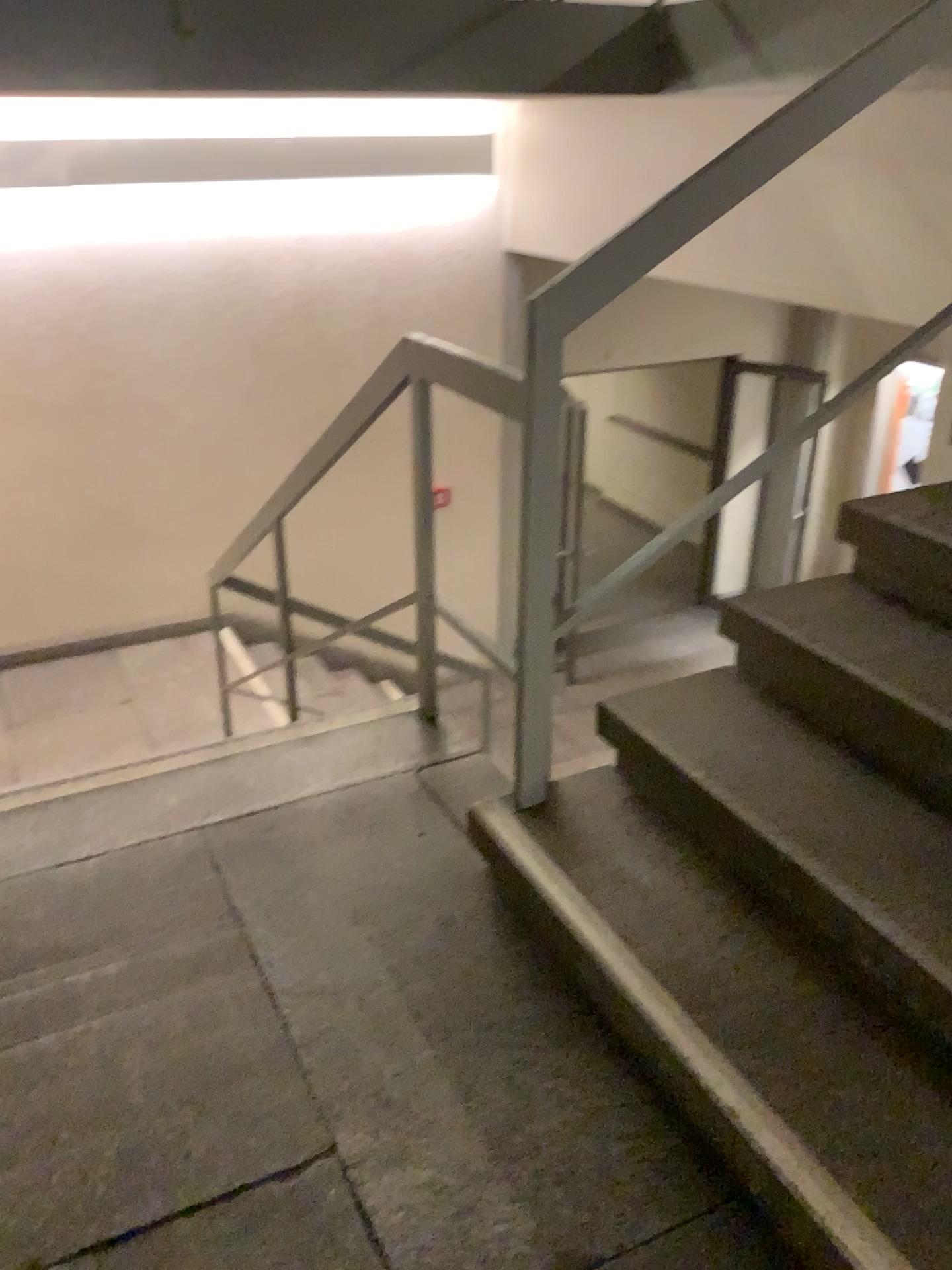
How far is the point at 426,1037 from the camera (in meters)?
1.73

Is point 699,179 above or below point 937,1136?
above

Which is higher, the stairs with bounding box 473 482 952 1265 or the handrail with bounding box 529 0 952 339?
the handrail with bounding box 529 0 952 339
